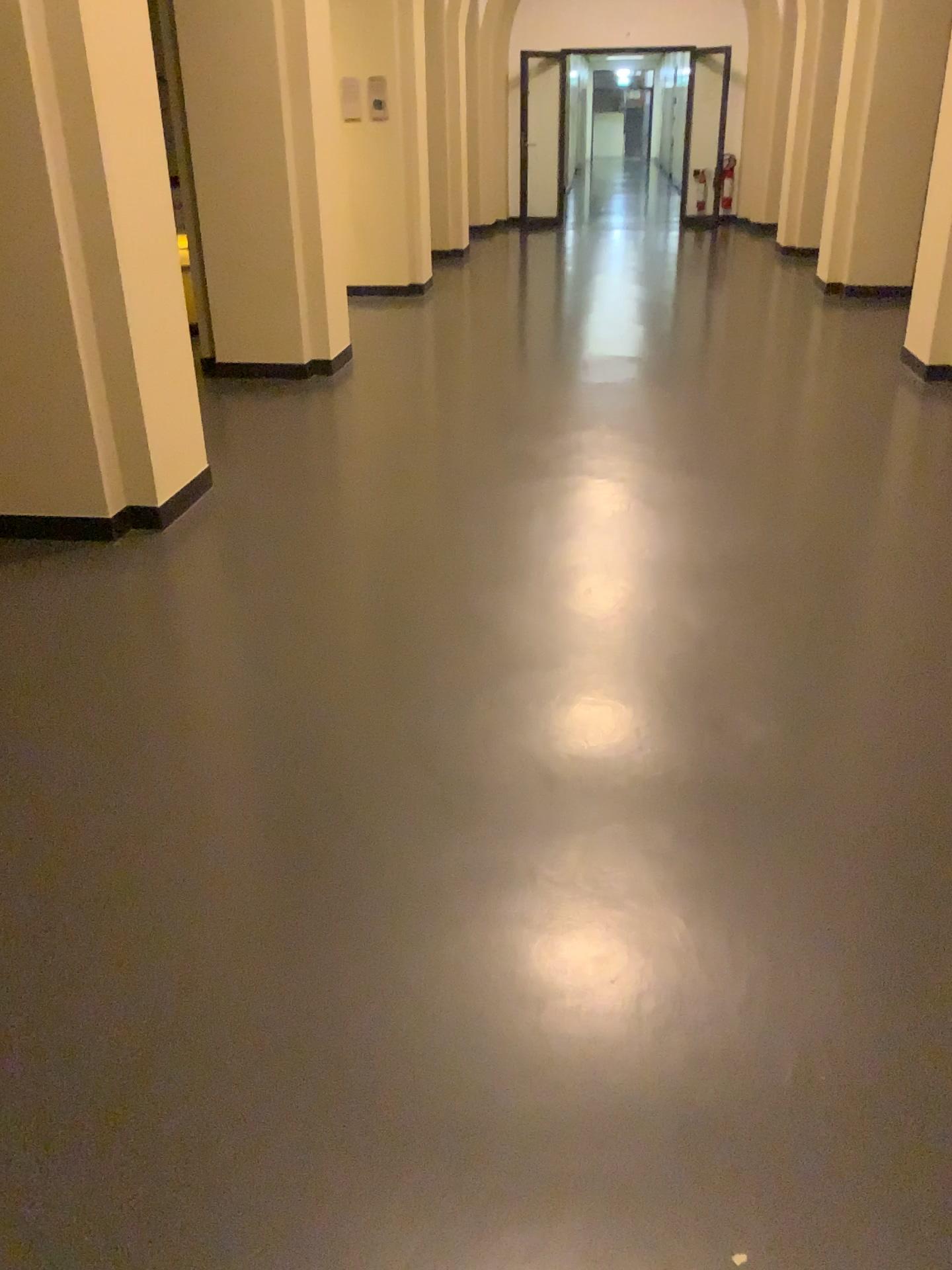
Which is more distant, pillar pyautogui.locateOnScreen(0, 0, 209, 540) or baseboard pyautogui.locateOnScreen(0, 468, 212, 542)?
baseboard pyautogui.locateOnScreen(0, 468, 212, 542)

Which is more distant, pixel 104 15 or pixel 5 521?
pixel 5 521

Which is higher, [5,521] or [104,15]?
[104,15]

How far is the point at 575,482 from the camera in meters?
4.4 m
